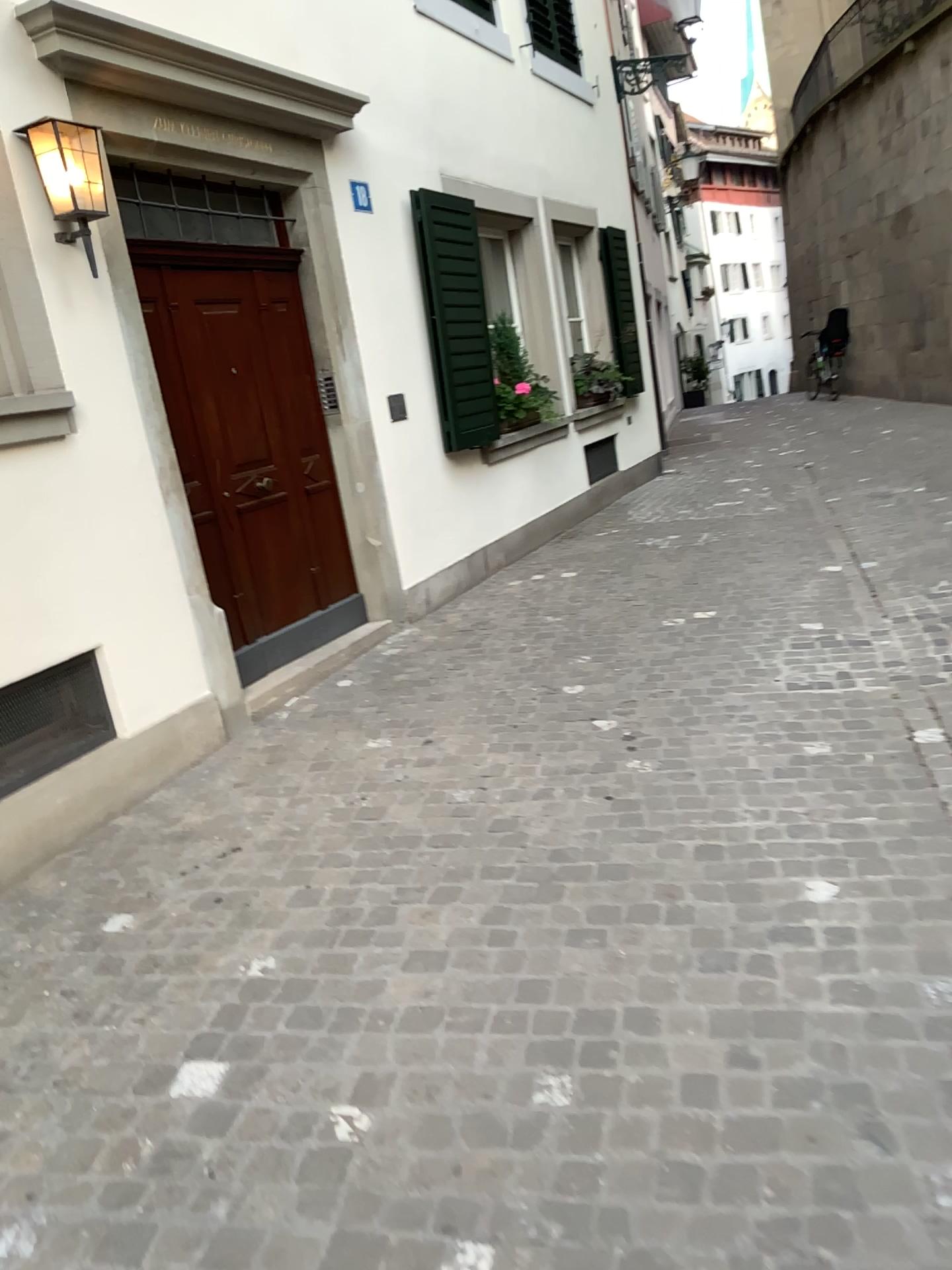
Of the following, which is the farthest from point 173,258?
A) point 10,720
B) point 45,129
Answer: point 10,720

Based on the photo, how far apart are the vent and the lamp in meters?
1.6

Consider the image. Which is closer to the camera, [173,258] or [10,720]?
[10,720]

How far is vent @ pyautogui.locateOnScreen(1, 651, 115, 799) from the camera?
3.6 meters

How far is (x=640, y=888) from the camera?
2.9m

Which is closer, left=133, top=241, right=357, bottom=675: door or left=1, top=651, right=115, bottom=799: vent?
left=1, top=651, right=115, bottom=799: vent

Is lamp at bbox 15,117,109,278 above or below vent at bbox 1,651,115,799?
above

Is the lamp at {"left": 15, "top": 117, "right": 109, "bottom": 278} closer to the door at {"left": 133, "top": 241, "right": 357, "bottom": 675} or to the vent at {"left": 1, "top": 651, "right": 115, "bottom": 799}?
the door at {"left": 133, "top": 241, "right": 357, "bottom": 675}

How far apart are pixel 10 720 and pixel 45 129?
2.07m

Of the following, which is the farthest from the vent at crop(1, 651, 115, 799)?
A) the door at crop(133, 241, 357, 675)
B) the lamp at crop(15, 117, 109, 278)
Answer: the lamp at crop(15, 117, 109, 278)
